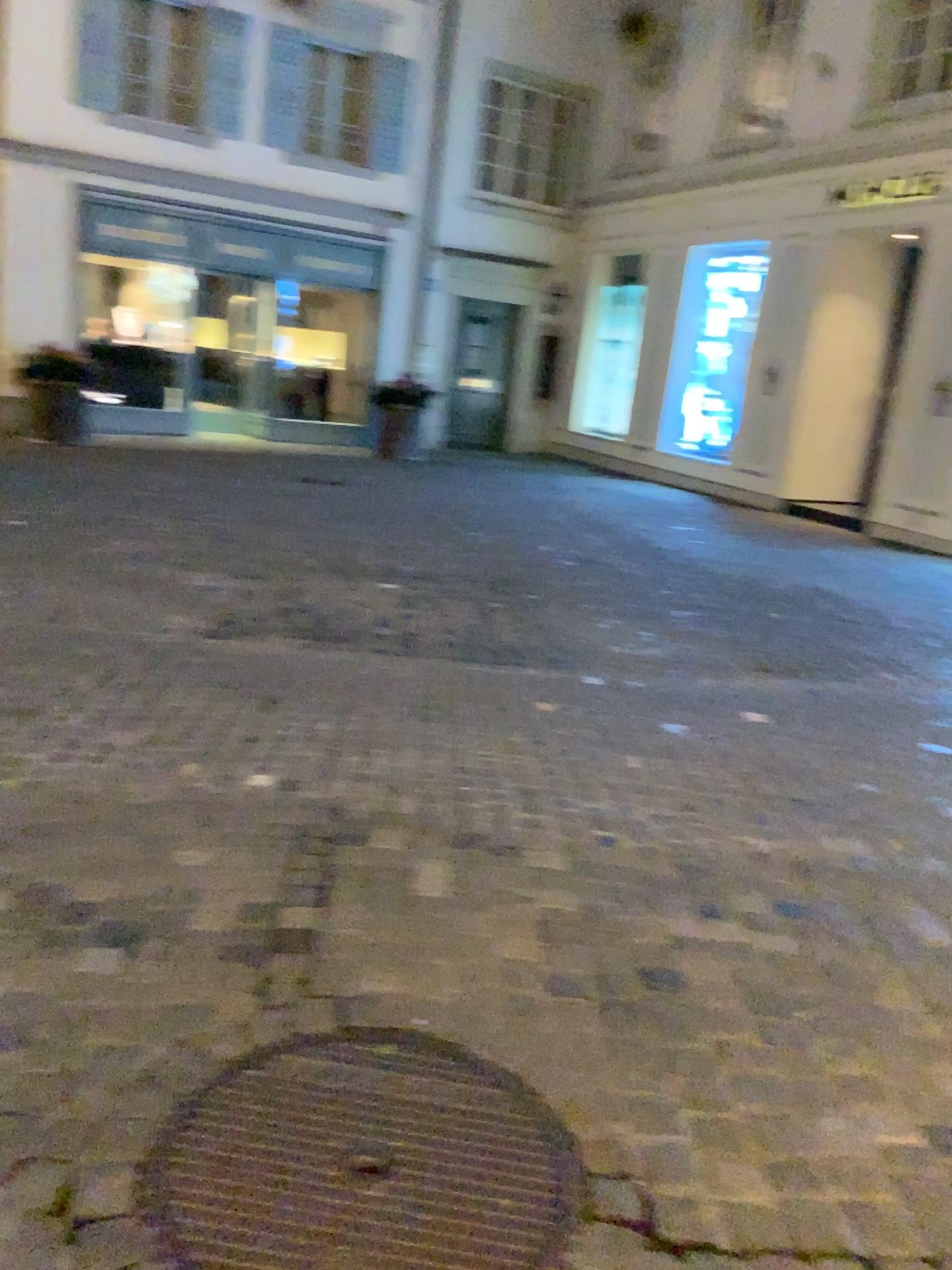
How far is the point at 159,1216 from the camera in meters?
1.6

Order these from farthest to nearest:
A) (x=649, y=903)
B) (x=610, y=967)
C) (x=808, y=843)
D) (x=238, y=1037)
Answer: (x=808, y=843) < (x=649, y=903) < (x=610, y=967) < (x=238, y=1037)

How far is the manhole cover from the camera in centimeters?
165cm
